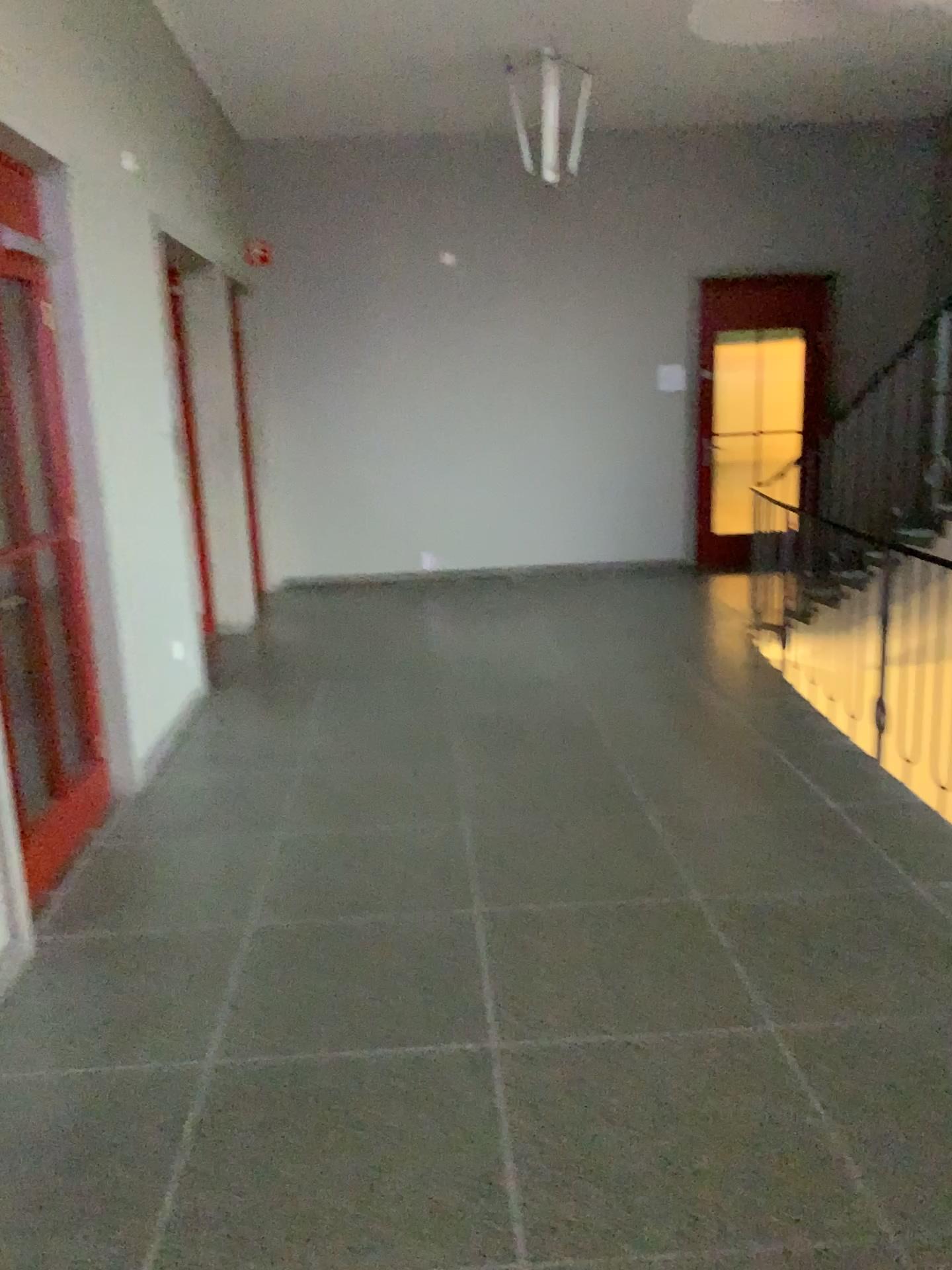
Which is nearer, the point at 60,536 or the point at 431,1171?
the point at 431,1171
